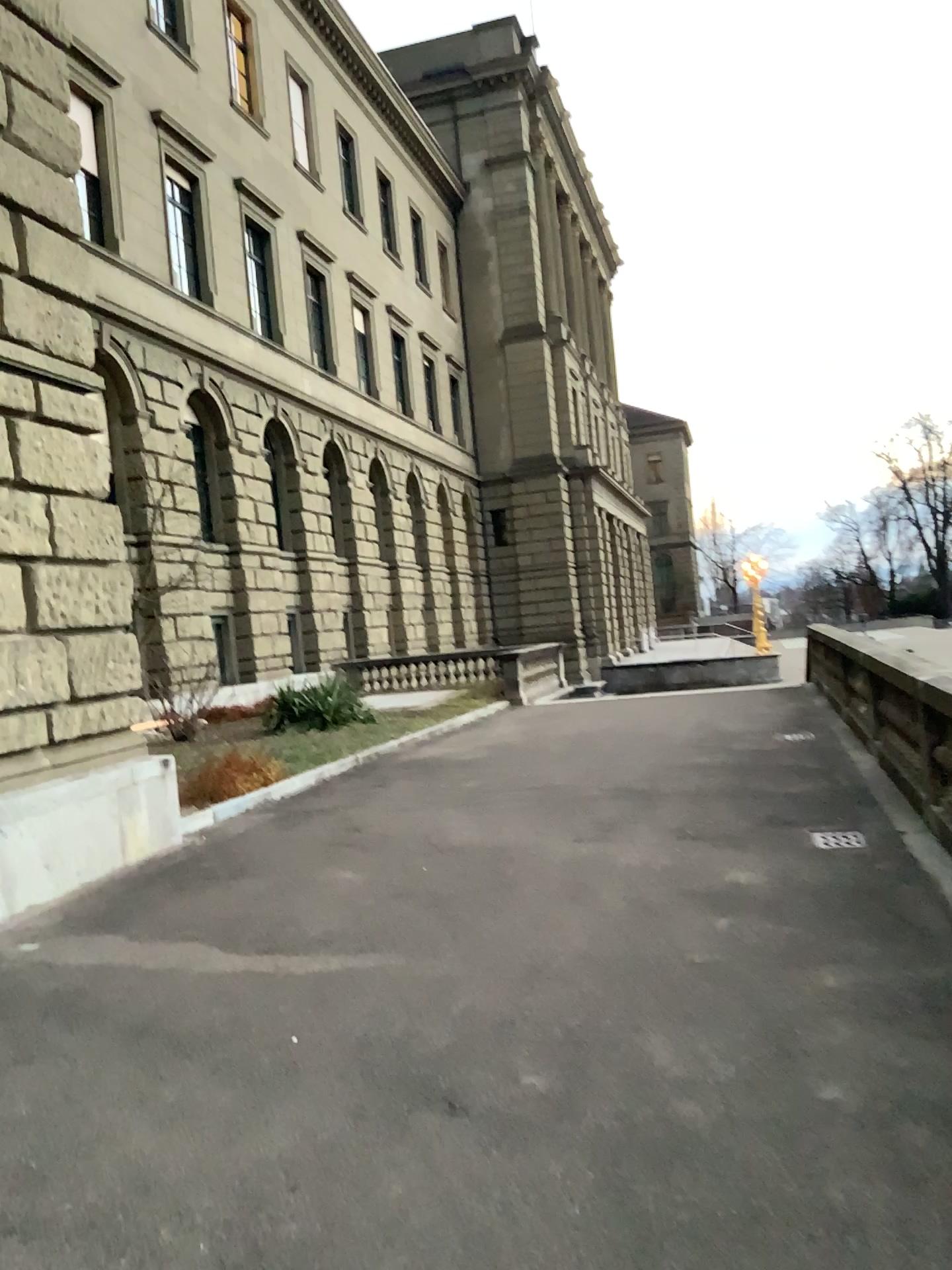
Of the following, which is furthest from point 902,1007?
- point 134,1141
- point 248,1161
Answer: point 134,1141
